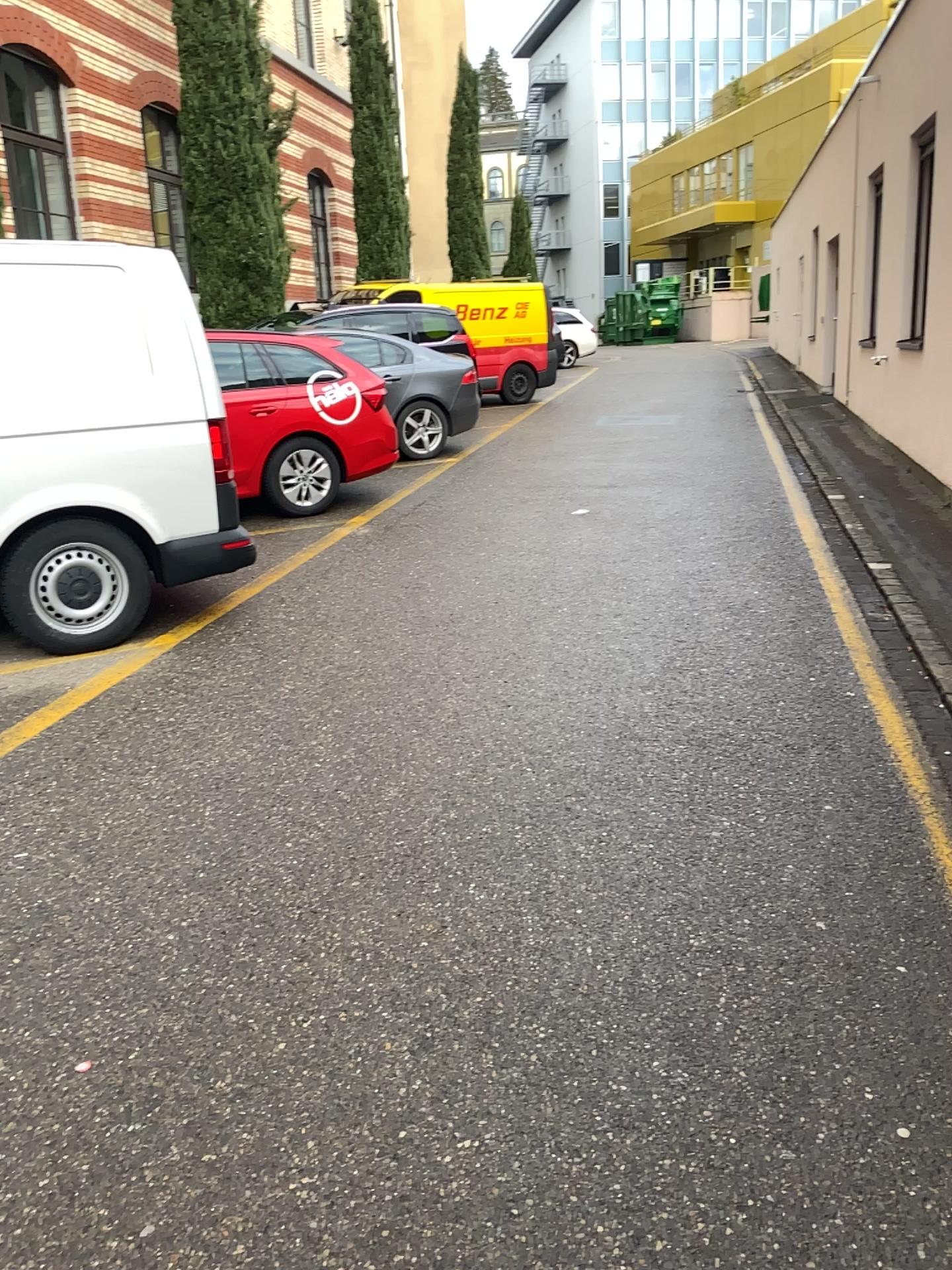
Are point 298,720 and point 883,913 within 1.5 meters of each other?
no
